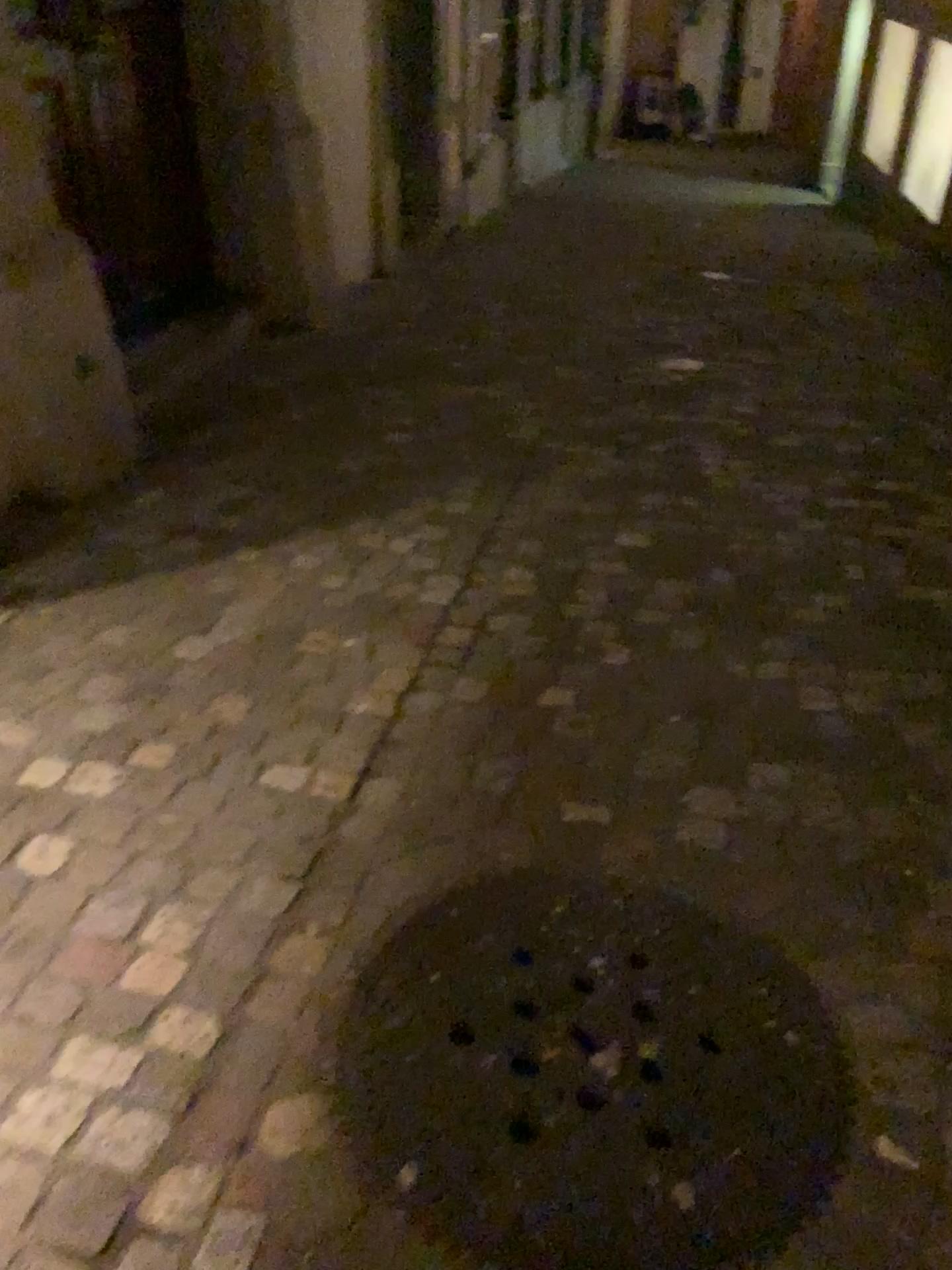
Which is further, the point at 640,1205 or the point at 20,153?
the point at 20,153

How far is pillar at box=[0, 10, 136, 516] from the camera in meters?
2.9 m

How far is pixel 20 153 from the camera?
2.9 meters

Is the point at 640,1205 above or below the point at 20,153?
below

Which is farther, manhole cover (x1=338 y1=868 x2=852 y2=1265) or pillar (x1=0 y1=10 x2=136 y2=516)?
pillar (x1=0 y1=10 x2=136 y2=516)

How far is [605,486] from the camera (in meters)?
3.40
